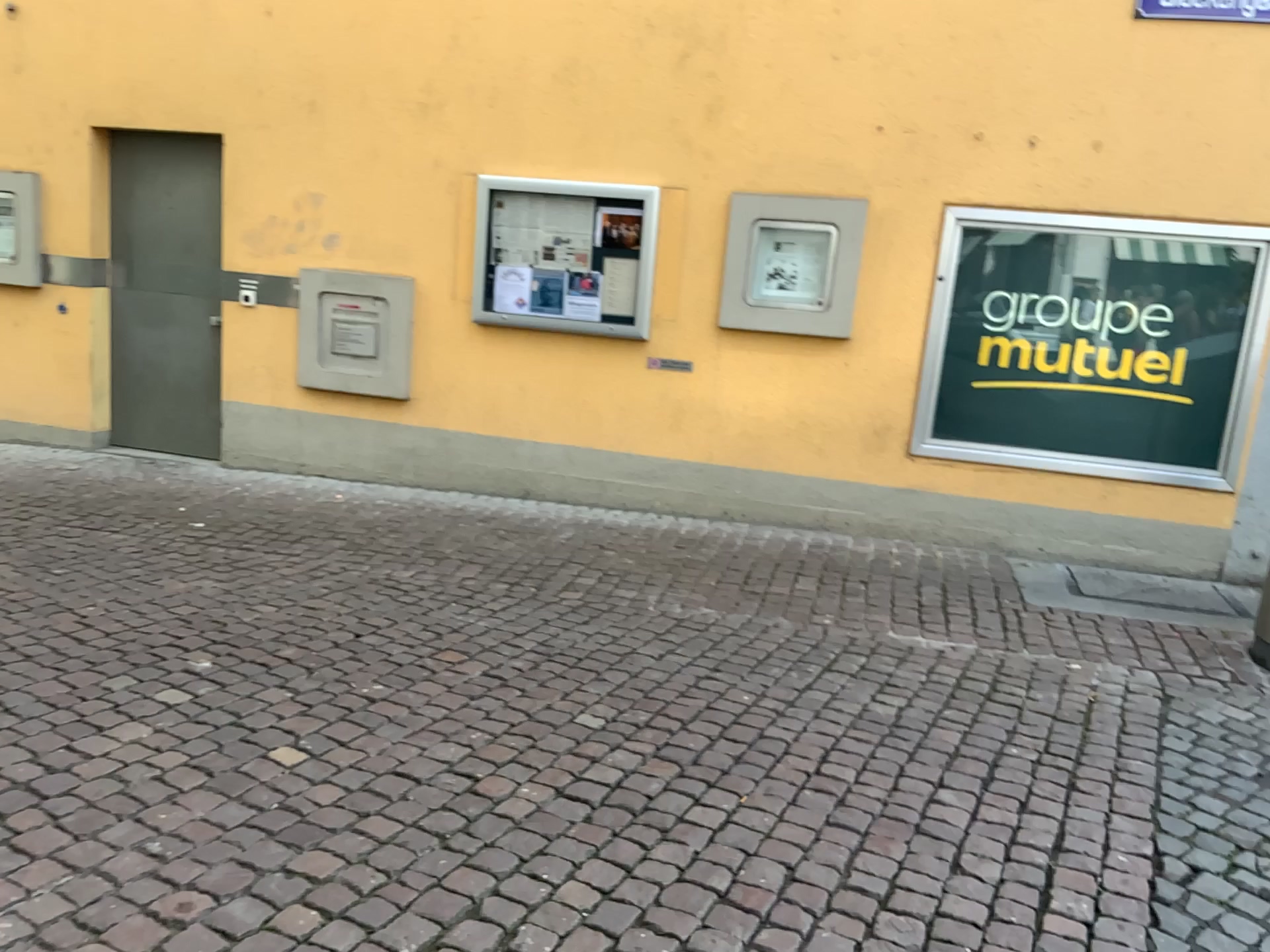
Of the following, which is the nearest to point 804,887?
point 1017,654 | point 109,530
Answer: point 1017,654
